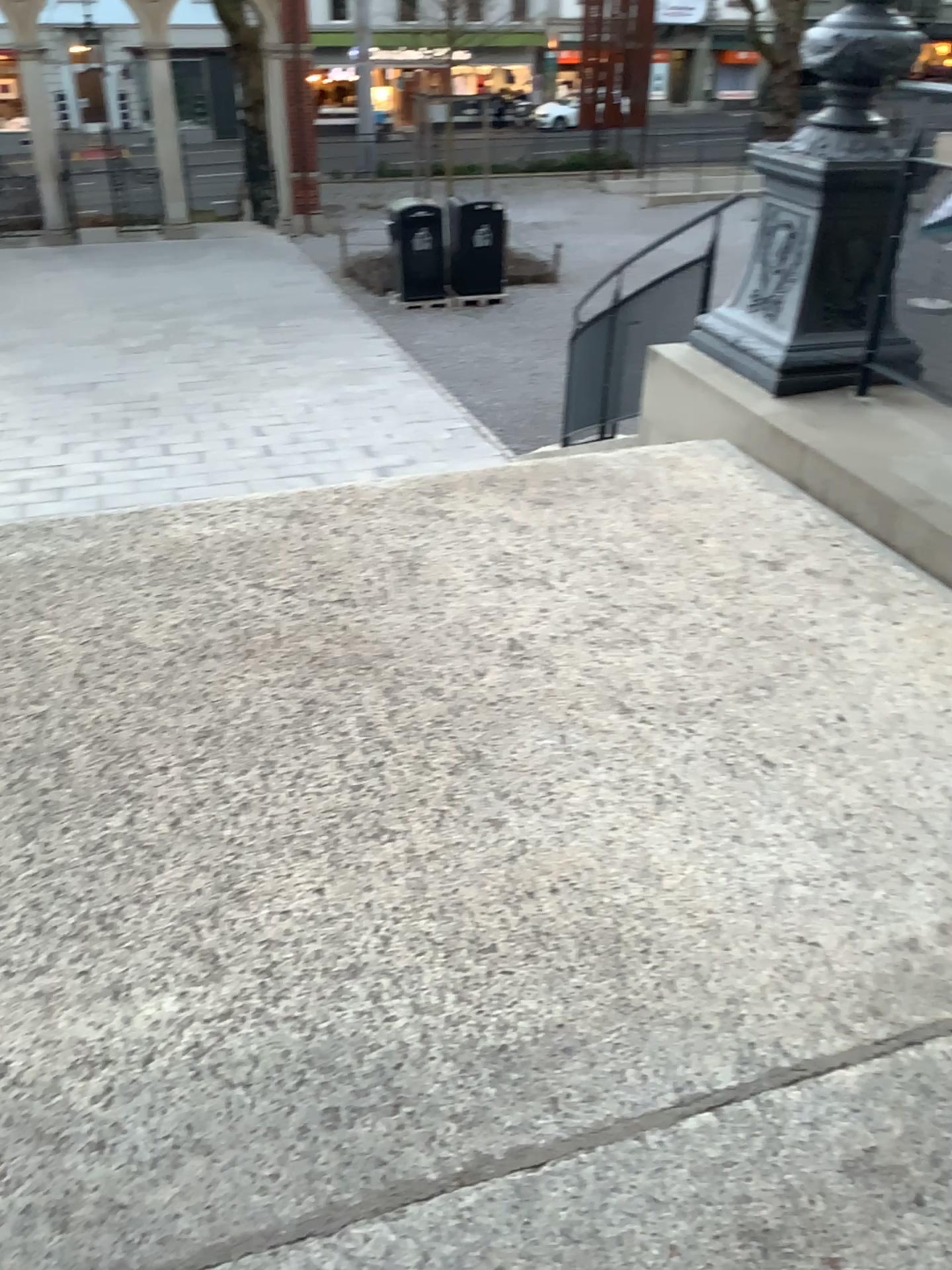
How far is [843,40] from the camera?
3.5 meters

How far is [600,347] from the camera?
4.4m

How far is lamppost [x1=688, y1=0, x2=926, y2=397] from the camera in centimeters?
352cm
